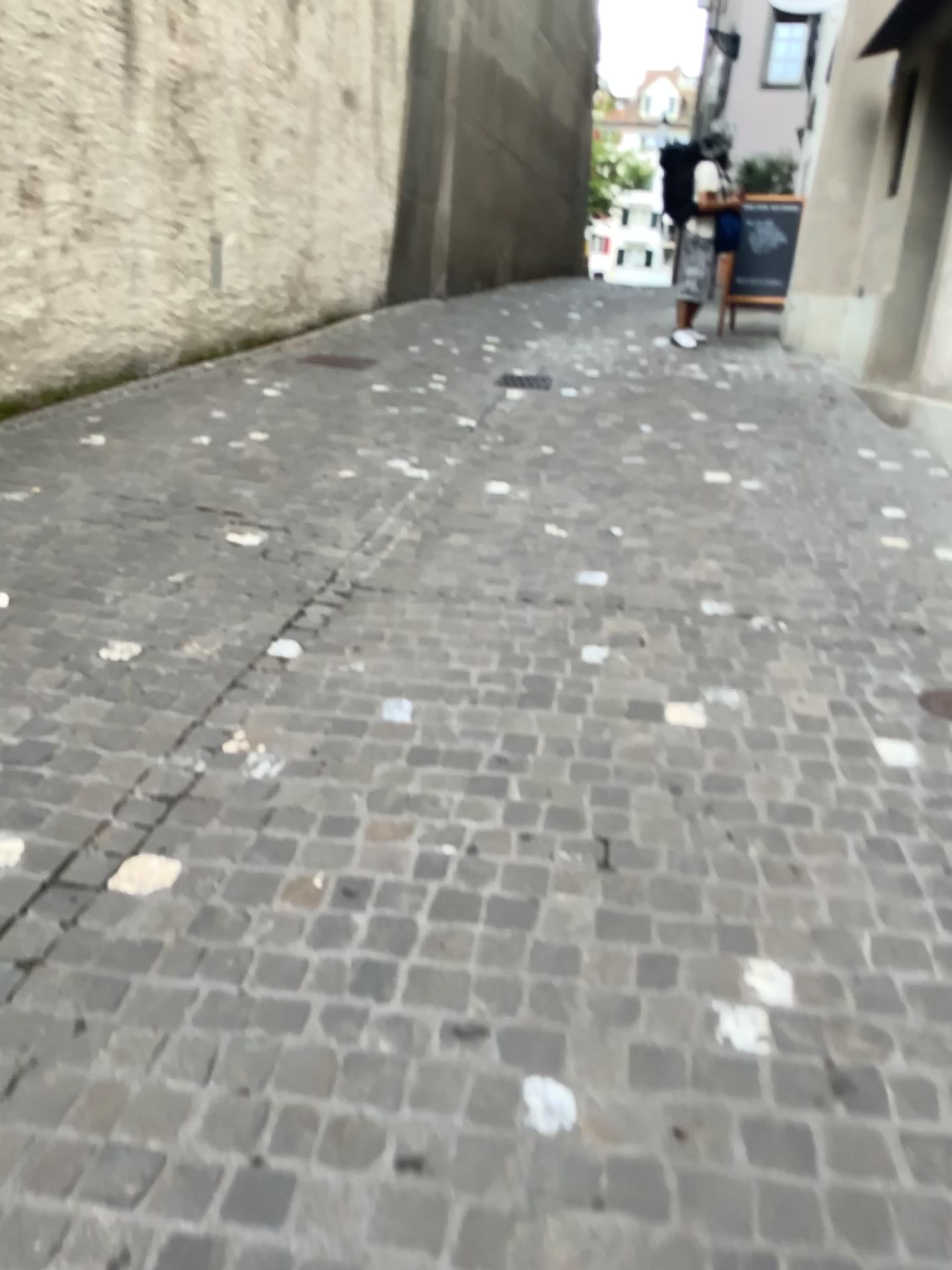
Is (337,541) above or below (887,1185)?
above
